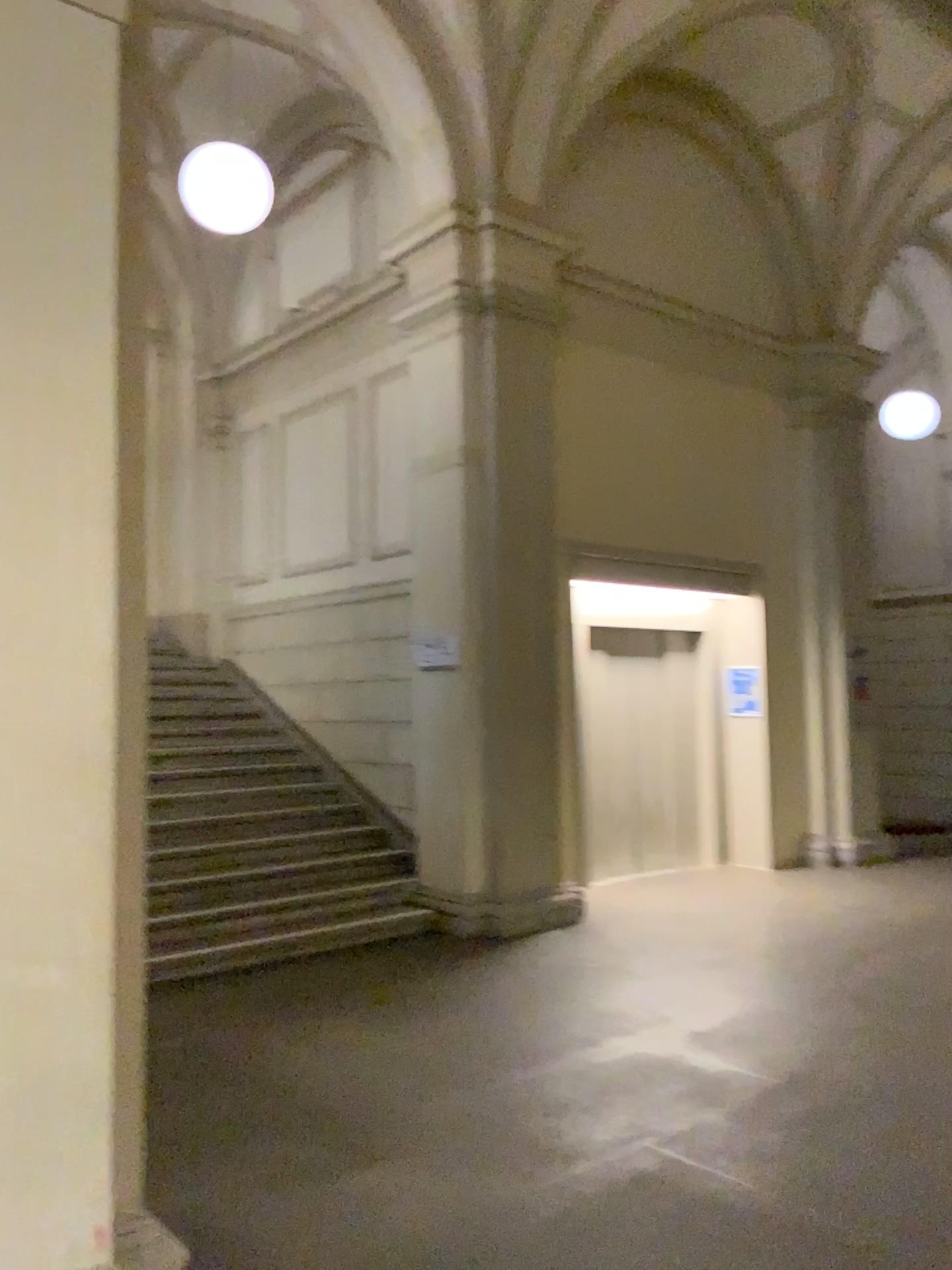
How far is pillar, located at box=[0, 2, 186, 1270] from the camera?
2.2 meters

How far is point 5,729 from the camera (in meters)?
2.24

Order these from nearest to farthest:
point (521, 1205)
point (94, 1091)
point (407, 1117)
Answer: point (94, 1091) → point (521, 1205) → point (407, 1117)
